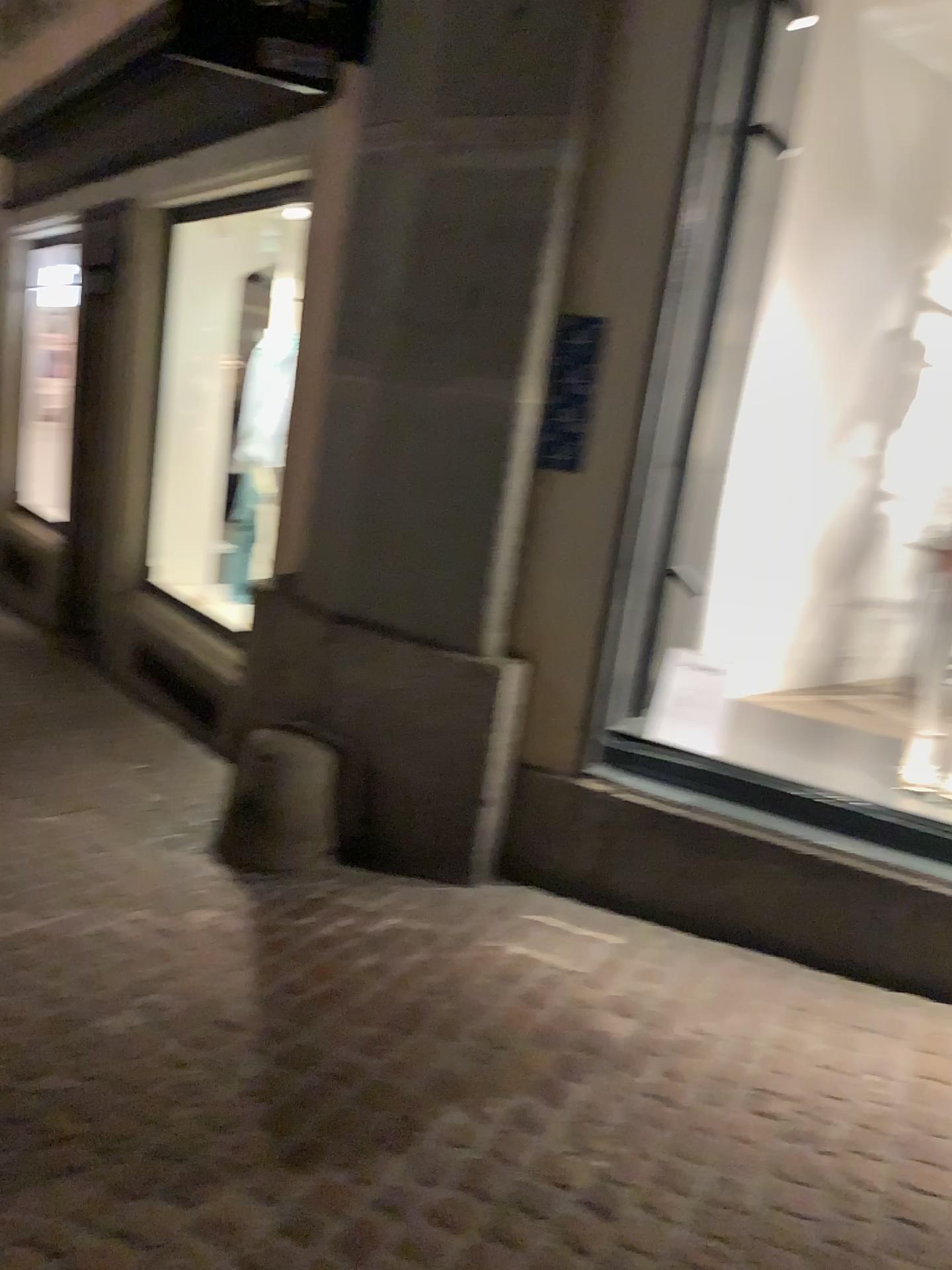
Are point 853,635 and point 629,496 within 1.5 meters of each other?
no

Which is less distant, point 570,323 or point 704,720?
point 570,323

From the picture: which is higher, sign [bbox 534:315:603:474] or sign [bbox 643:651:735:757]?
sign [bbox 534:315:603:474]

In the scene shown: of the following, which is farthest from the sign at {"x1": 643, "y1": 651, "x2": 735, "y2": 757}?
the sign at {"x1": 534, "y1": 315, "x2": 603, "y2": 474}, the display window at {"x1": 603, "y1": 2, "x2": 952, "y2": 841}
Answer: the sign at {"x1": 534, "y1": 315, "x2": 603, "y2": 474}

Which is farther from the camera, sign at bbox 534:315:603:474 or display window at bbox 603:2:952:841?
display window at bbox 603:2:952:841

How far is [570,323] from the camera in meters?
3.1 m

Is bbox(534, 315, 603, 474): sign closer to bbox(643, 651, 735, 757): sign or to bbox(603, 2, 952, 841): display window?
bbox(603, 2, 952, 841): display window

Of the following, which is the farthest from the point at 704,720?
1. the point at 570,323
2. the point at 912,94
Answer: the point at 912,94

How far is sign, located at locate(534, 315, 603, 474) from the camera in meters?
3.1
